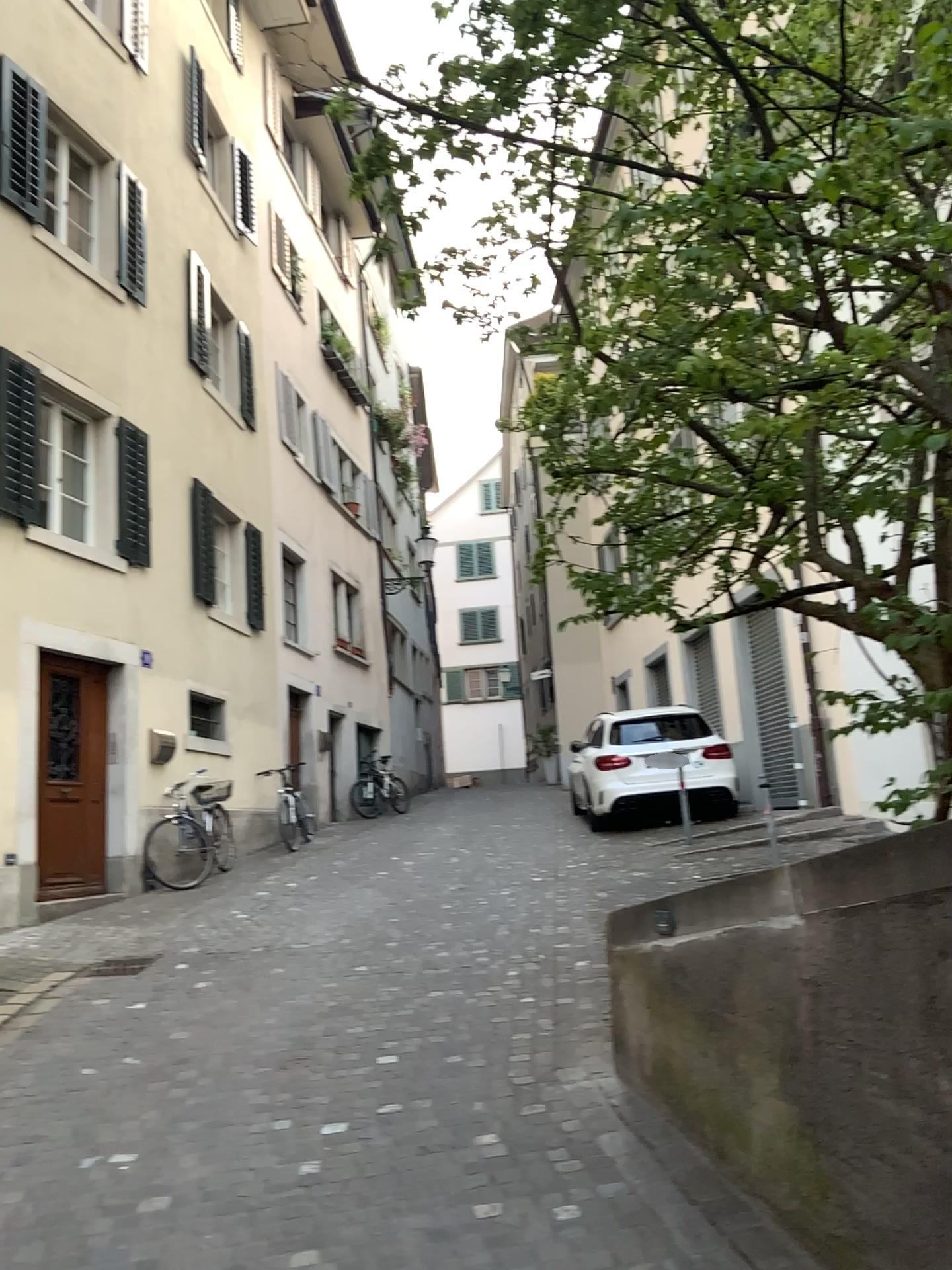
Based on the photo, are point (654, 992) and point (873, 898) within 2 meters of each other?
yes
